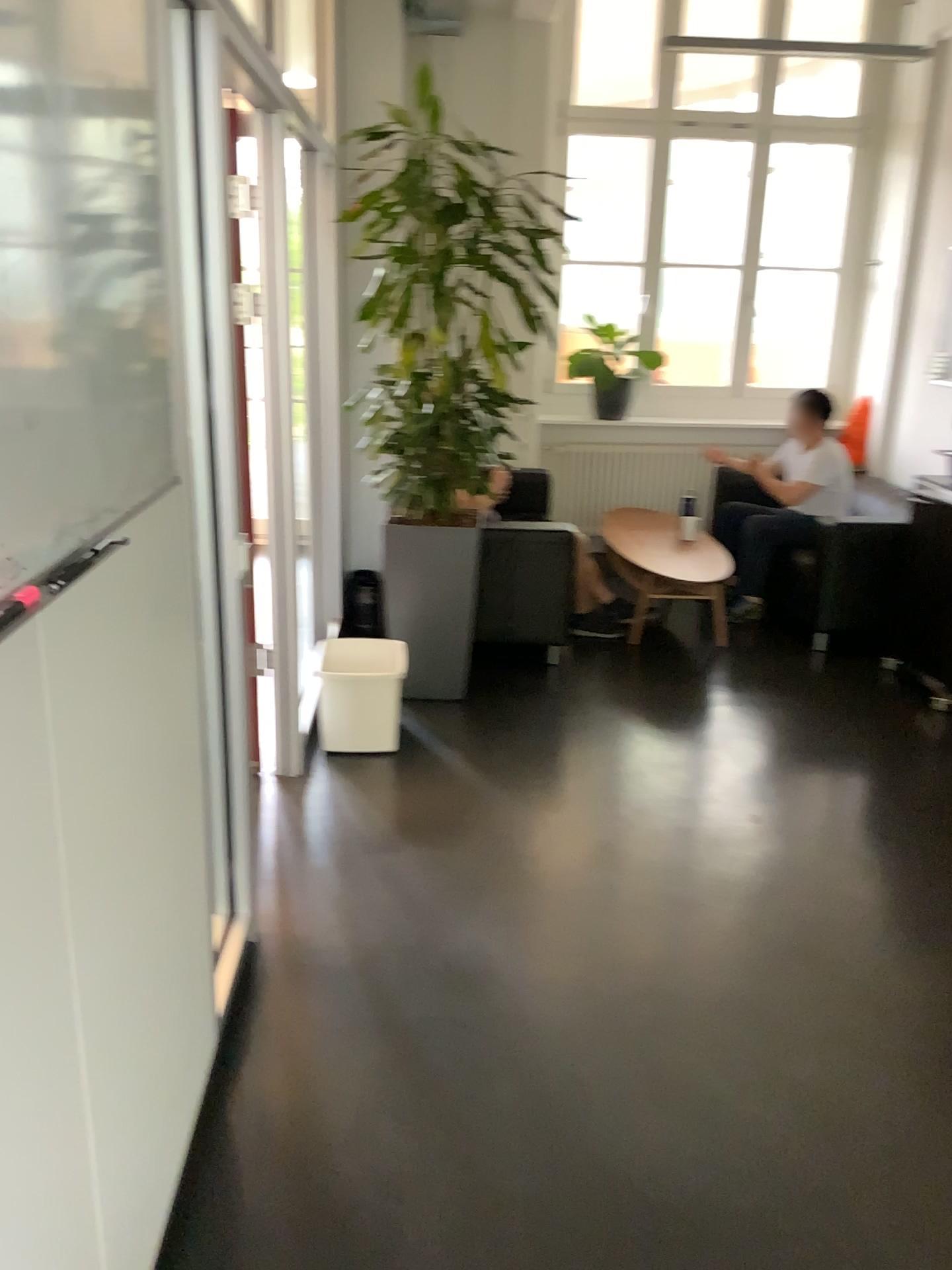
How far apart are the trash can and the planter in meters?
0.4

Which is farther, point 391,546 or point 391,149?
point 391,546

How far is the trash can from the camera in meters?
3.8 m

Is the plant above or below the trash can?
above

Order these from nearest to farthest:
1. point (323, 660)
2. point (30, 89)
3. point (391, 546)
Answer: point (30, 89)
point (323, 660)
point (391, 546)

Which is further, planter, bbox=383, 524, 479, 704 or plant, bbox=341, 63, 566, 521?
planter, bbox=383, 524, 479, 704

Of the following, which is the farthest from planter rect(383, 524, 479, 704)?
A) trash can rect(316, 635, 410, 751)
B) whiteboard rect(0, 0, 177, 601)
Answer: whiteboard rect(0, 0, 177, 601)

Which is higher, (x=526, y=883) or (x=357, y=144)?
(x=357, y=144)

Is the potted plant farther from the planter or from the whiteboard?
the whiteboard

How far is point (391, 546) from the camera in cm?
417
